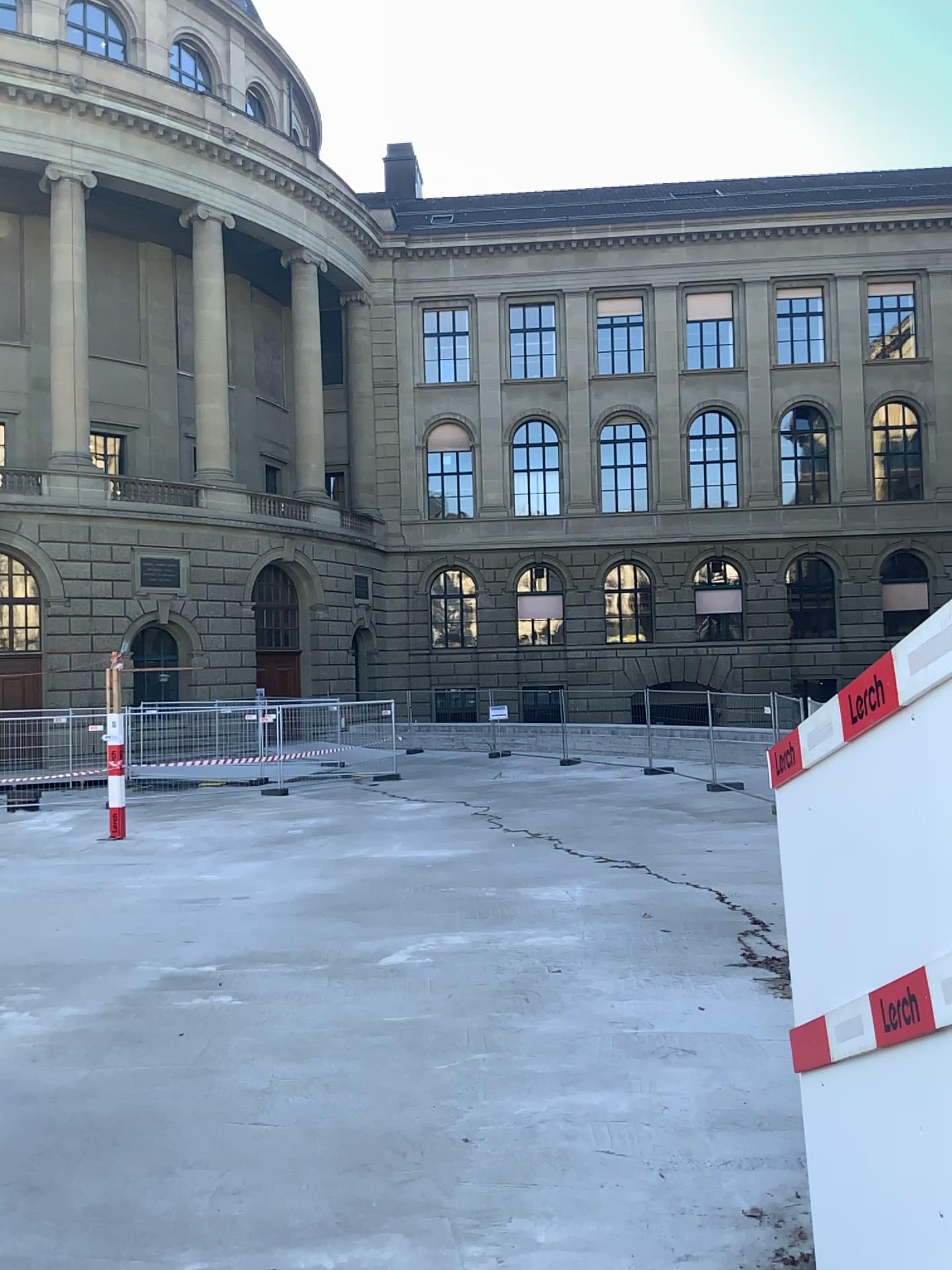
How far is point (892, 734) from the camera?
2.82m
